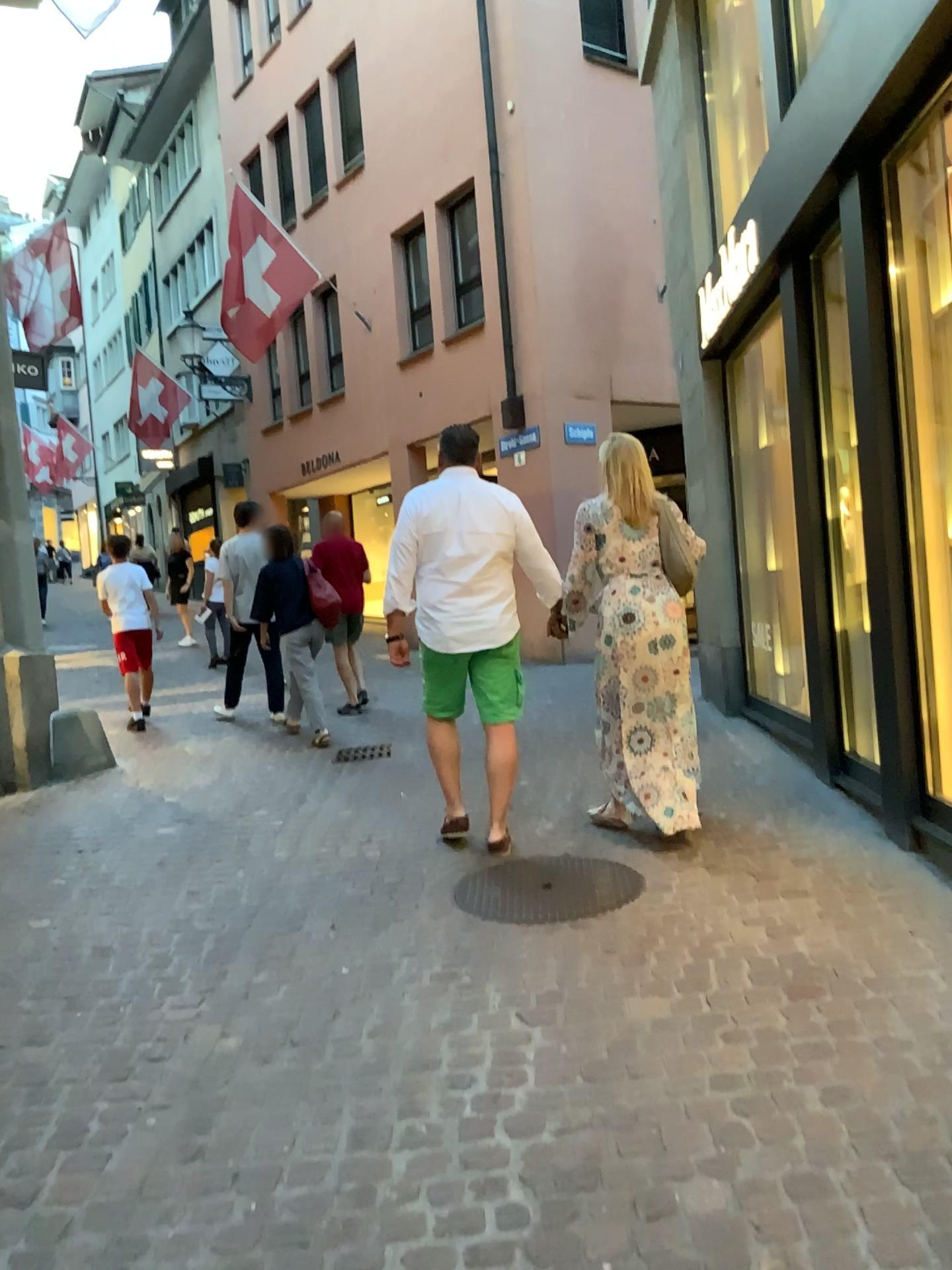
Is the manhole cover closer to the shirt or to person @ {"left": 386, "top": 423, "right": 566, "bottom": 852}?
person @ {"left": 386, "top": 423, "right": 566, "bottom": 852}

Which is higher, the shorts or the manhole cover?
the shorts

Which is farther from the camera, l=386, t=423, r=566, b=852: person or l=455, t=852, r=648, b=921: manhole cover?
l=386, t=423, r=566, b=852: person

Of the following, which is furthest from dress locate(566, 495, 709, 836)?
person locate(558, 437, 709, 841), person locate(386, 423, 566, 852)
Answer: person locate(386, 423, 566, 852)

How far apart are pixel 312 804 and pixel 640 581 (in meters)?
2.23

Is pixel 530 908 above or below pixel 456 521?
below

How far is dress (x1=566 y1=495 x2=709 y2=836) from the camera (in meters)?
4.28

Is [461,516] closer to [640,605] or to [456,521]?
[456,521]

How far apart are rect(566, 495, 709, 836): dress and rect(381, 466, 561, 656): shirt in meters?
0.4

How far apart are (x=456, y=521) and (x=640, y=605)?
0.8 meters
